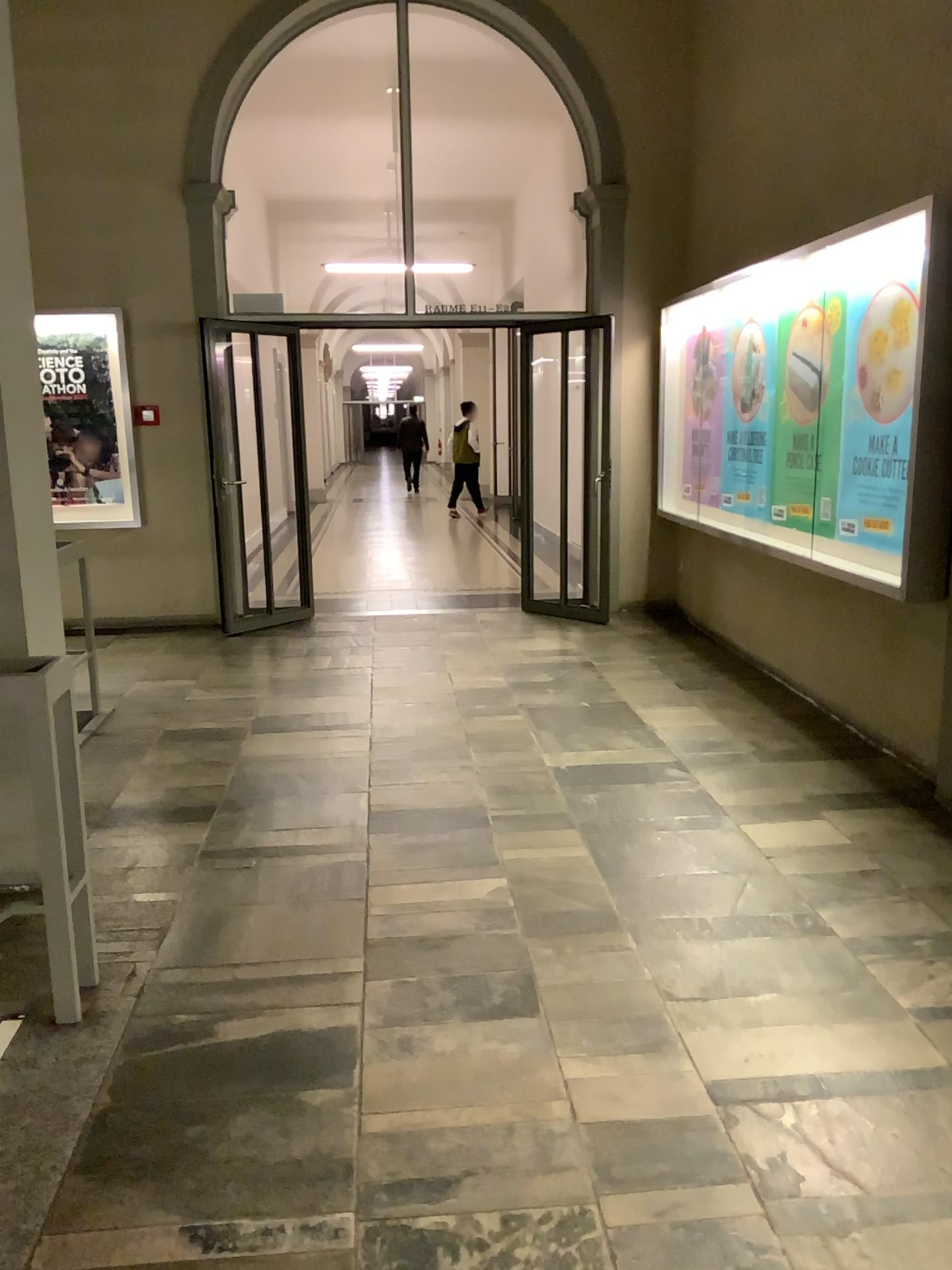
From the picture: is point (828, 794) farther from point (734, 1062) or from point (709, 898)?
point (734, 1062)

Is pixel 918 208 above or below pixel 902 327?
above
